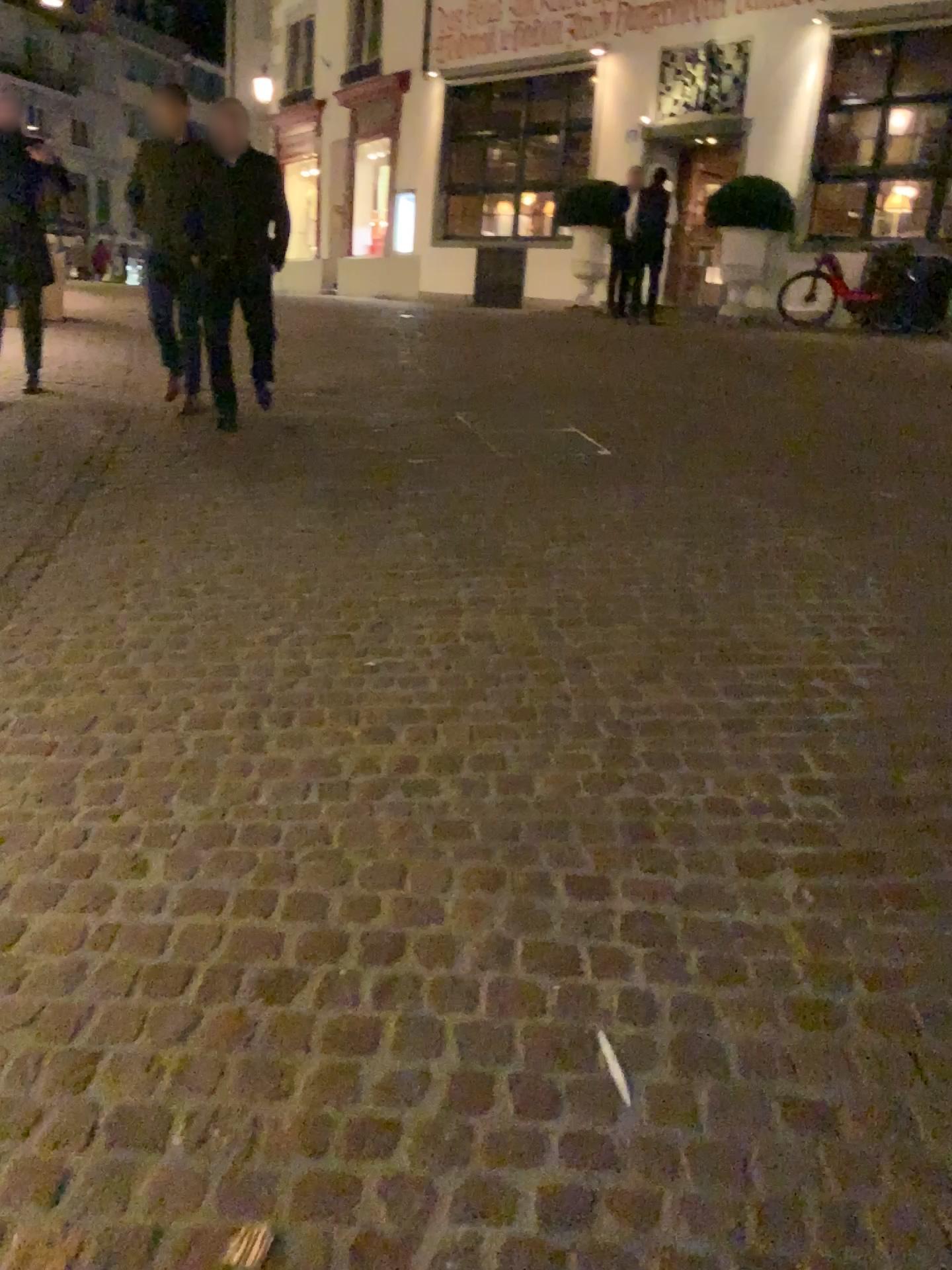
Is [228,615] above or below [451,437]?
below
